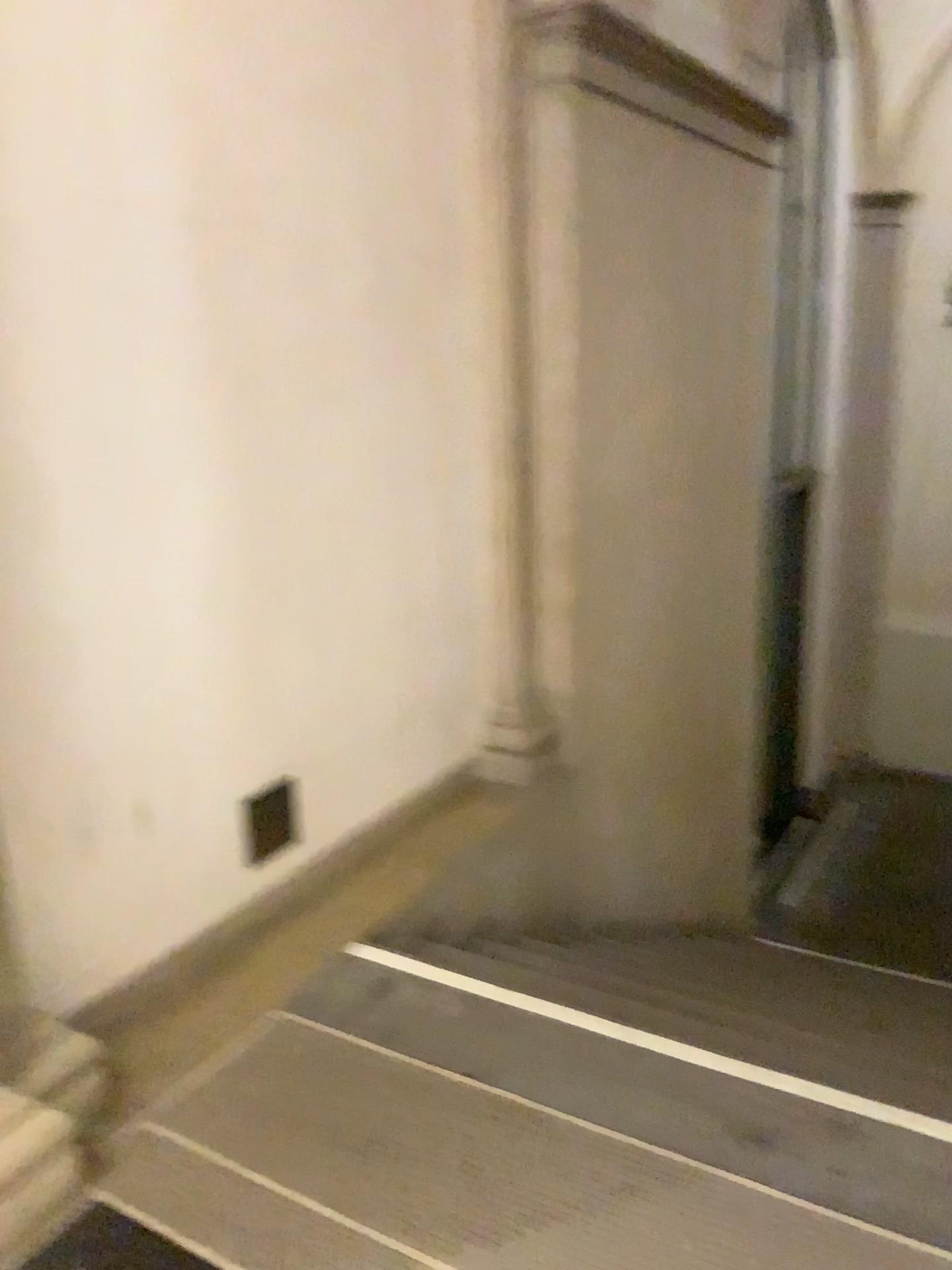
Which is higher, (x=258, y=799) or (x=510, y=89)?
(x=510, y=89)

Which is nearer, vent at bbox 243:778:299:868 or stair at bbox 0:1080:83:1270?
stair at bbox 0:1080:83:1270

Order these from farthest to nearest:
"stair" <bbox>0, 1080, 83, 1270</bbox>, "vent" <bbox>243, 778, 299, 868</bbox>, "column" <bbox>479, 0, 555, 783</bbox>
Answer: "column" <bbox>479, 0, 555, 783</bbox>, "vent" <bbox>243, 778, 299, 868</bbox>, "stair" <bbox>0, 1080, 83, 1270</bbox>

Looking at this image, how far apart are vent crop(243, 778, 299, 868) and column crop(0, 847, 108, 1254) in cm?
76

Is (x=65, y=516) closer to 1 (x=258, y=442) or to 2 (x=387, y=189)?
1 (x=258, y=442)

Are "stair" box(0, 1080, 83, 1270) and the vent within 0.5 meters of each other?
no

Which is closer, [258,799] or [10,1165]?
[10,1165]

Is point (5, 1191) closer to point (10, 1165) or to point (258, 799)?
point (10, 1165)

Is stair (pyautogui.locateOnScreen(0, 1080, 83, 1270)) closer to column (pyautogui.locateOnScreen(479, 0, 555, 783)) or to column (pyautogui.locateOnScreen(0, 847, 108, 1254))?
column (pyautogui.locateOnScreen(0, 847, 108, 1254))

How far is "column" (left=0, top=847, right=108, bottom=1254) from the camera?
1.9m
